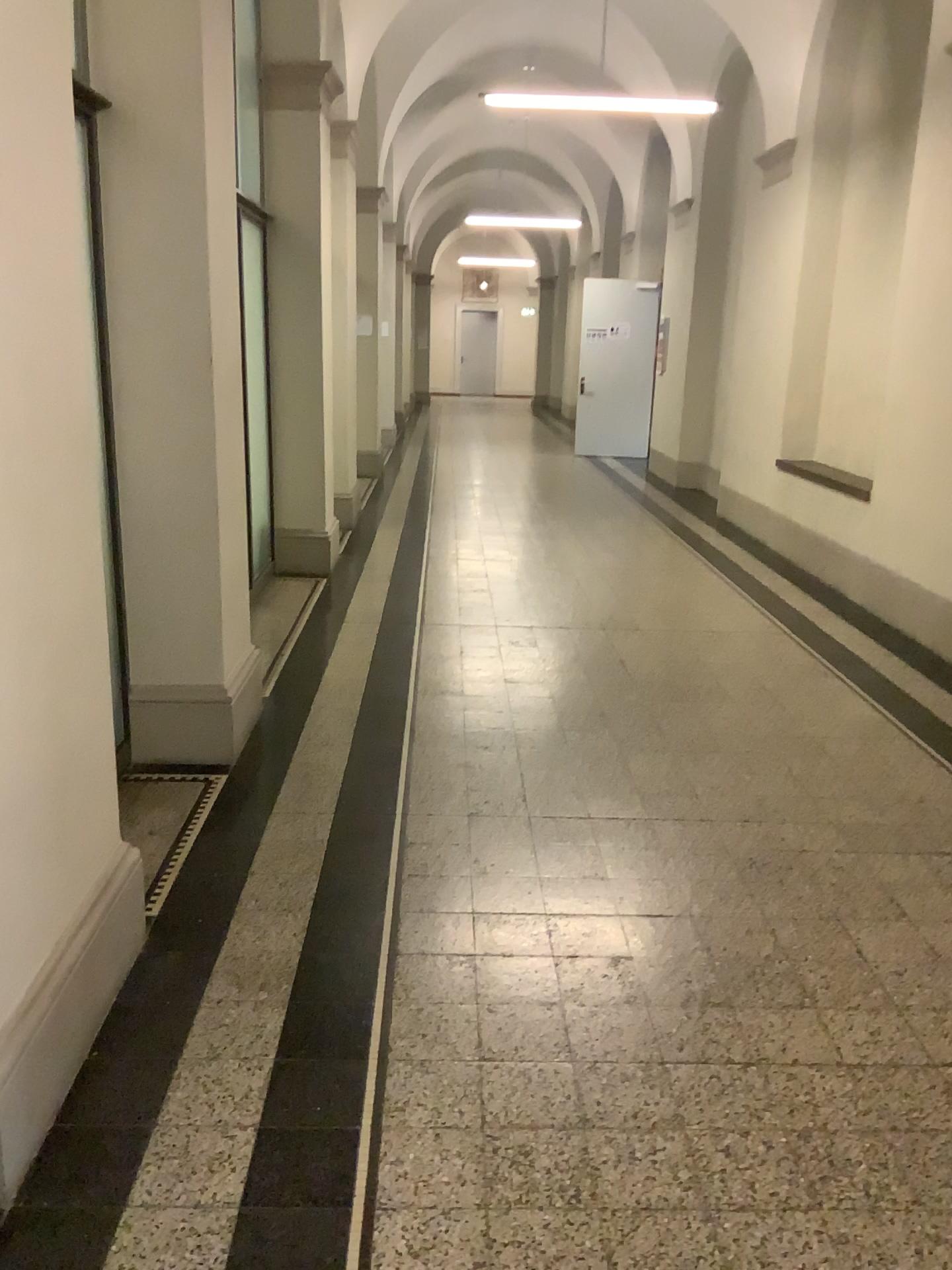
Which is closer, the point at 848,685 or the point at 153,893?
the point at 153,893
